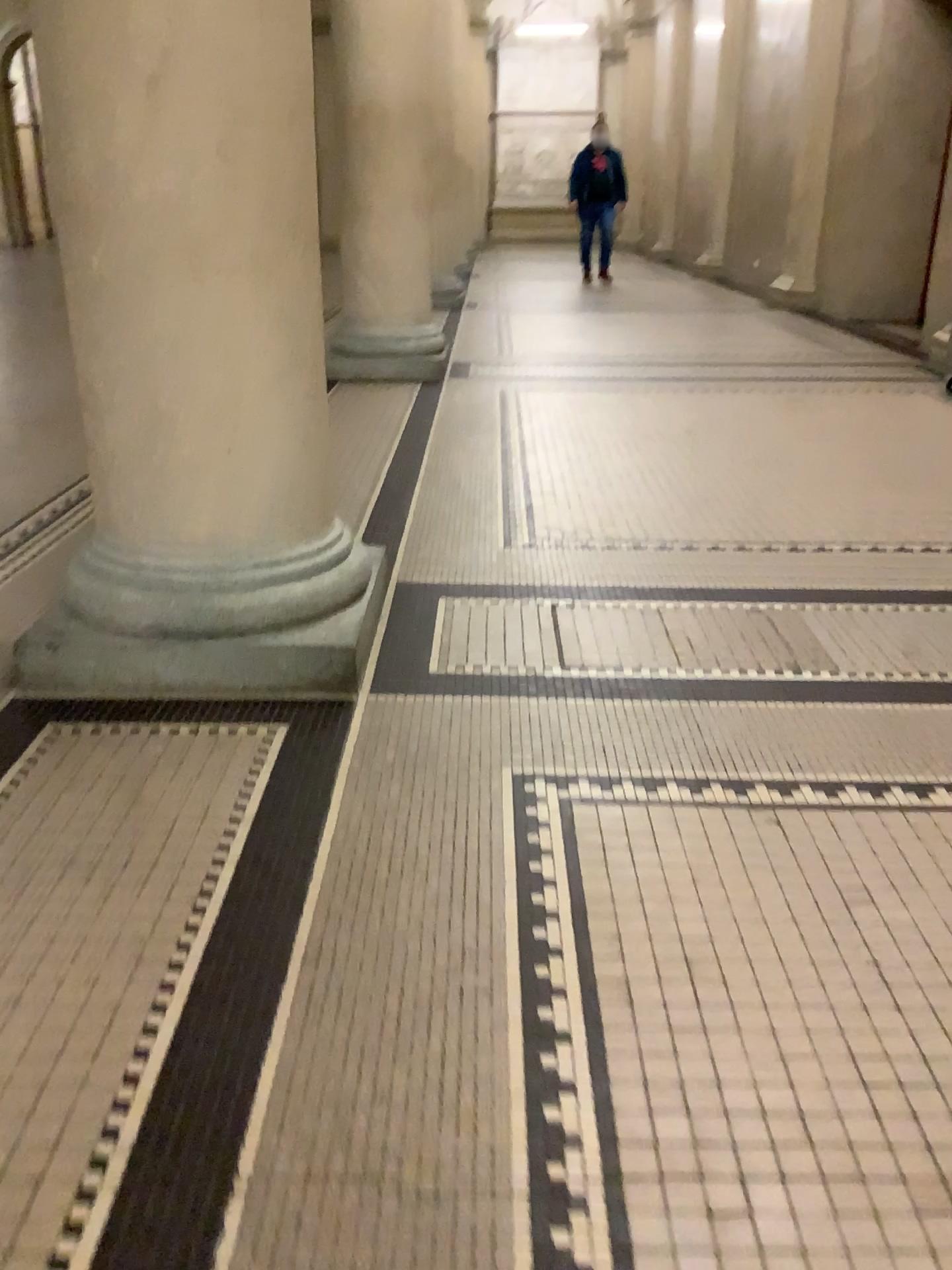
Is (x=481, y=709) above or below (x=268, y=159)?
below
